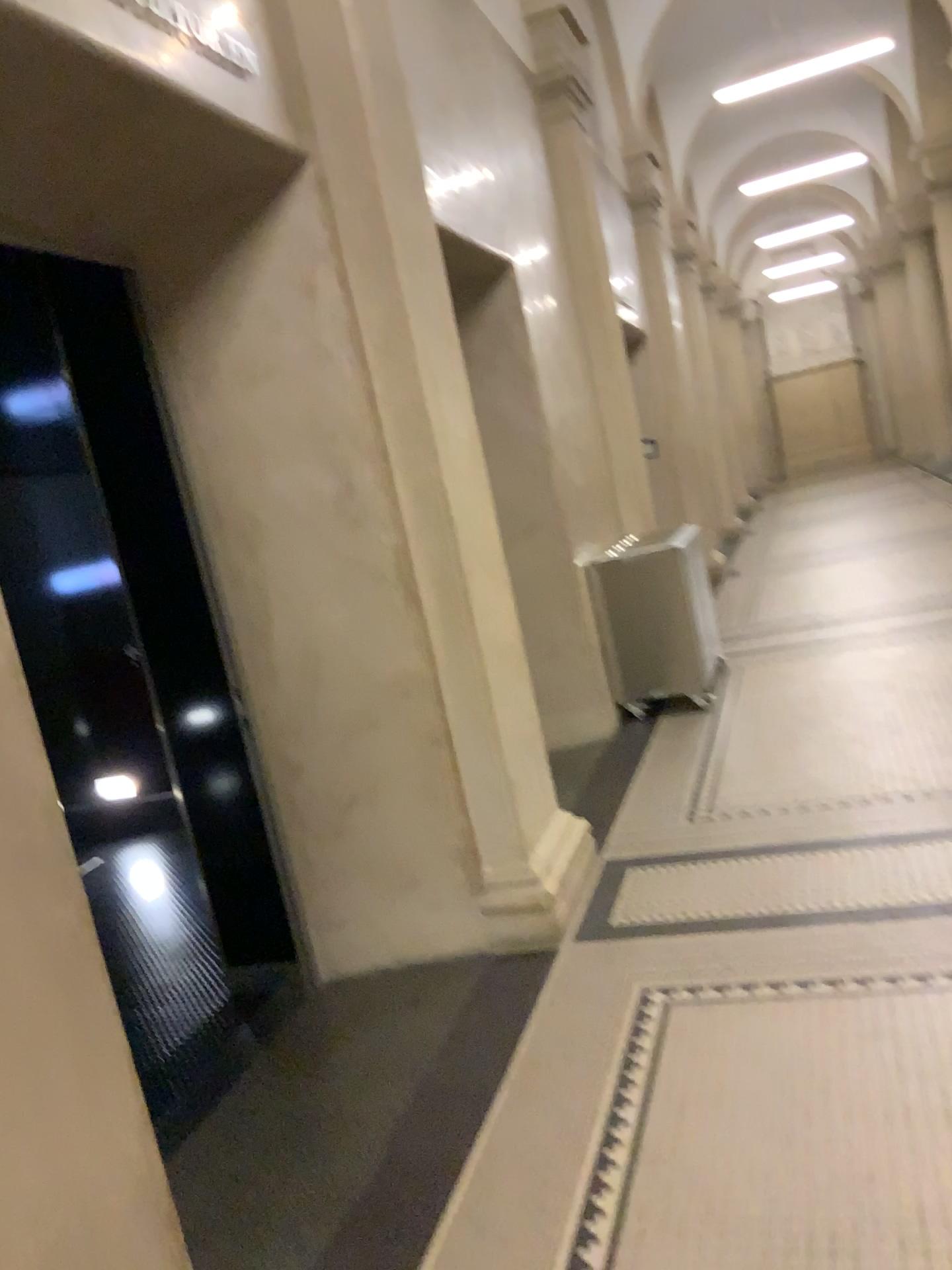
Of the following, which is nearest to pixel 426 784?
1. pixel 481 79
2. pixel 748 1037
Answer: pixel 748 1037
